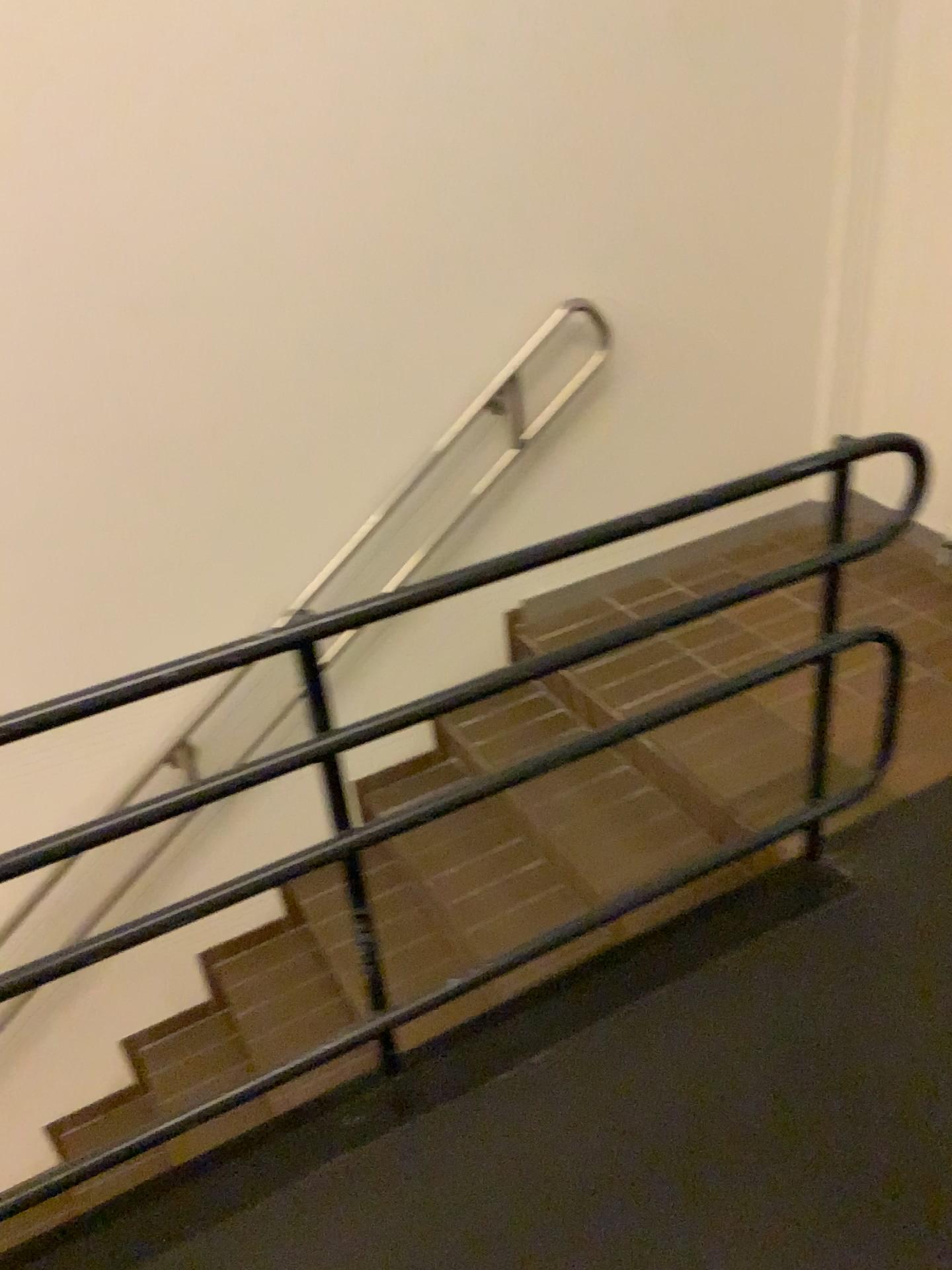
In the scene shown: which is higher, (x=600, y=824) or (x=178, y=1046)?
(x=600, y=824)
